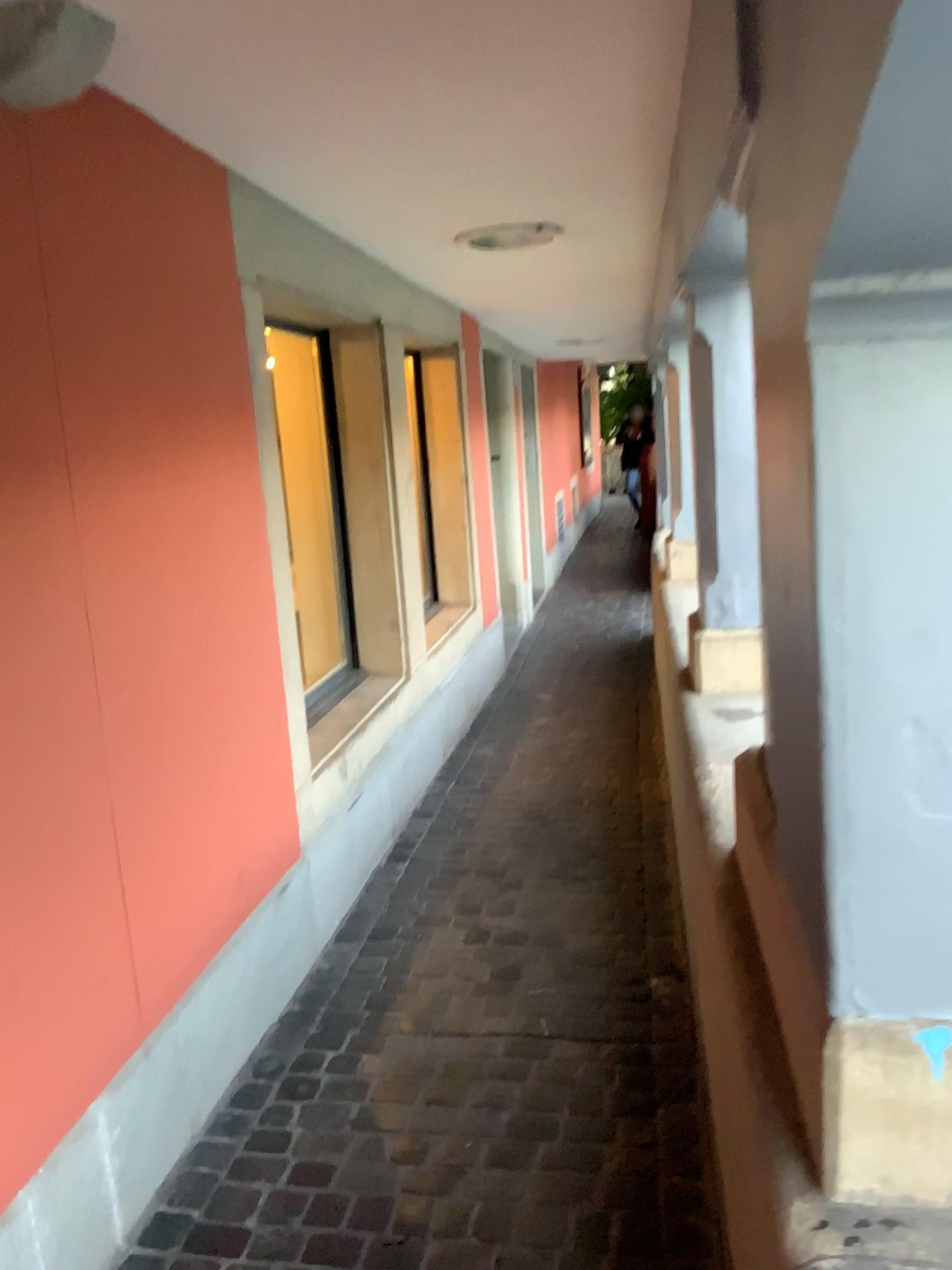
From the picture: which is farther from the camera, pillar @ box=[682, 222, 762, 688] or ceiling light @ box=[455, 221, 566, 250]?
ceiling light @ box=[455, 221, 566, 250]

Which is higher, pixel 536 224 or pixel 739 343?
pixel 536 224

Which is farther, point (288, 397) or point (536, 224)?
point (288, 397)

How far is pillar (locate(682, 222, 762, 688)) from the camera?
2.7 meters

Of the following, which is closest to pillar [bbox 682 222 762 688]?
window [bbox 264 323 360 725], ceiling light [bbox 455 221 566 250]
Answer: ceiling light [bbox 455 221 566 250]

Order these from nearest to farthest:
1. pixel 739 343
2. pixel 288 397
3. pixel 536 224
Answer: pixel 739 343, pixel 536 224, pixel 288 397

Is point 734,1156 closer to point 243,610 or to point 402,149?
point 243,610

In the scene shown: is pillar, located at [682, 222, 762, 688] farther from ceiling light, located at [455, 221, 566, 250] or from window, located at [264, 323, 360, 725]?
window, located at [264, 323, 360, 725]

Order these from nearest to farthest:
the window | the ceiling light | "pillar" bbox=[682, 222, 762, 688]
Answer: "pillar" bbox=[682, 222, 762, 688] → the ceiling light → the window

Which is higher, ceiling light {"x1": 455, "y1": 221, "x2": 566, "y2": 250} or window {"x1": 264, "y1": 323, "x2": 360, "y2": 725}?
ceiling light {"x1": 455, "y1": 221, "x2": 566, "y2": 250}
